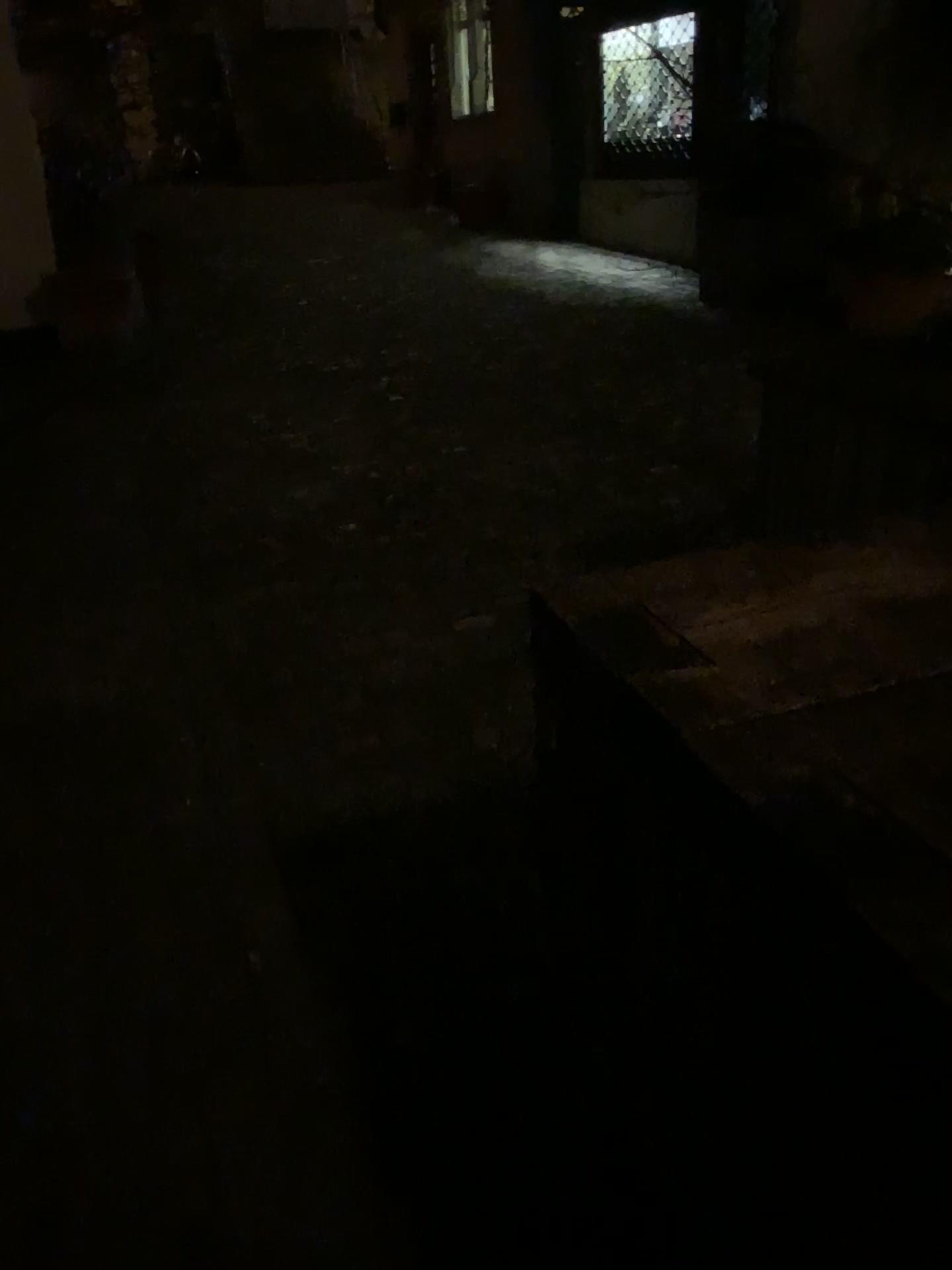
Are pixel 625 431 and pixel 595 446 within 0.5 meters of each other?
yes
